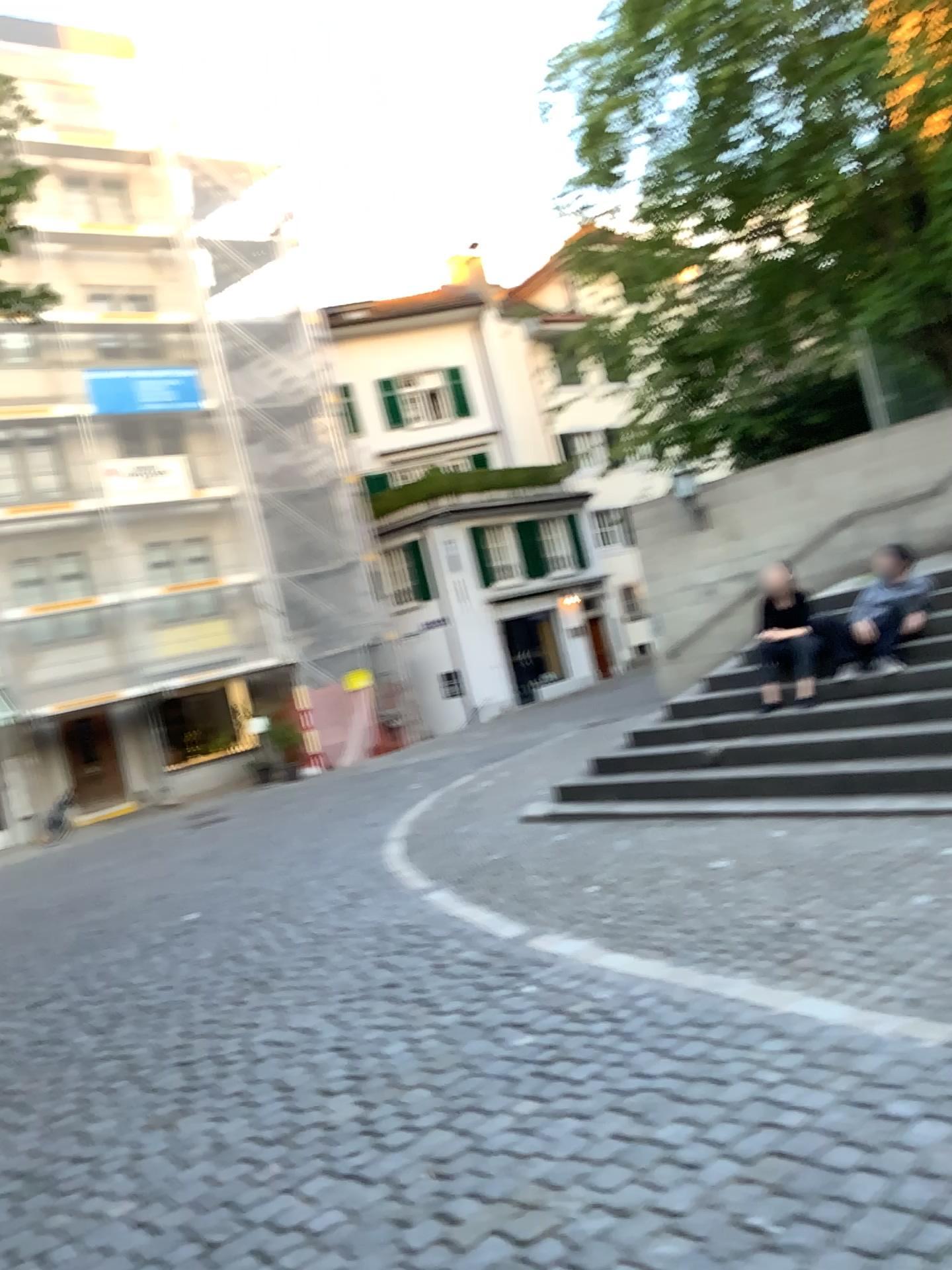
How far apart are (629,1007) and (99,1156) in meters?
2.0
